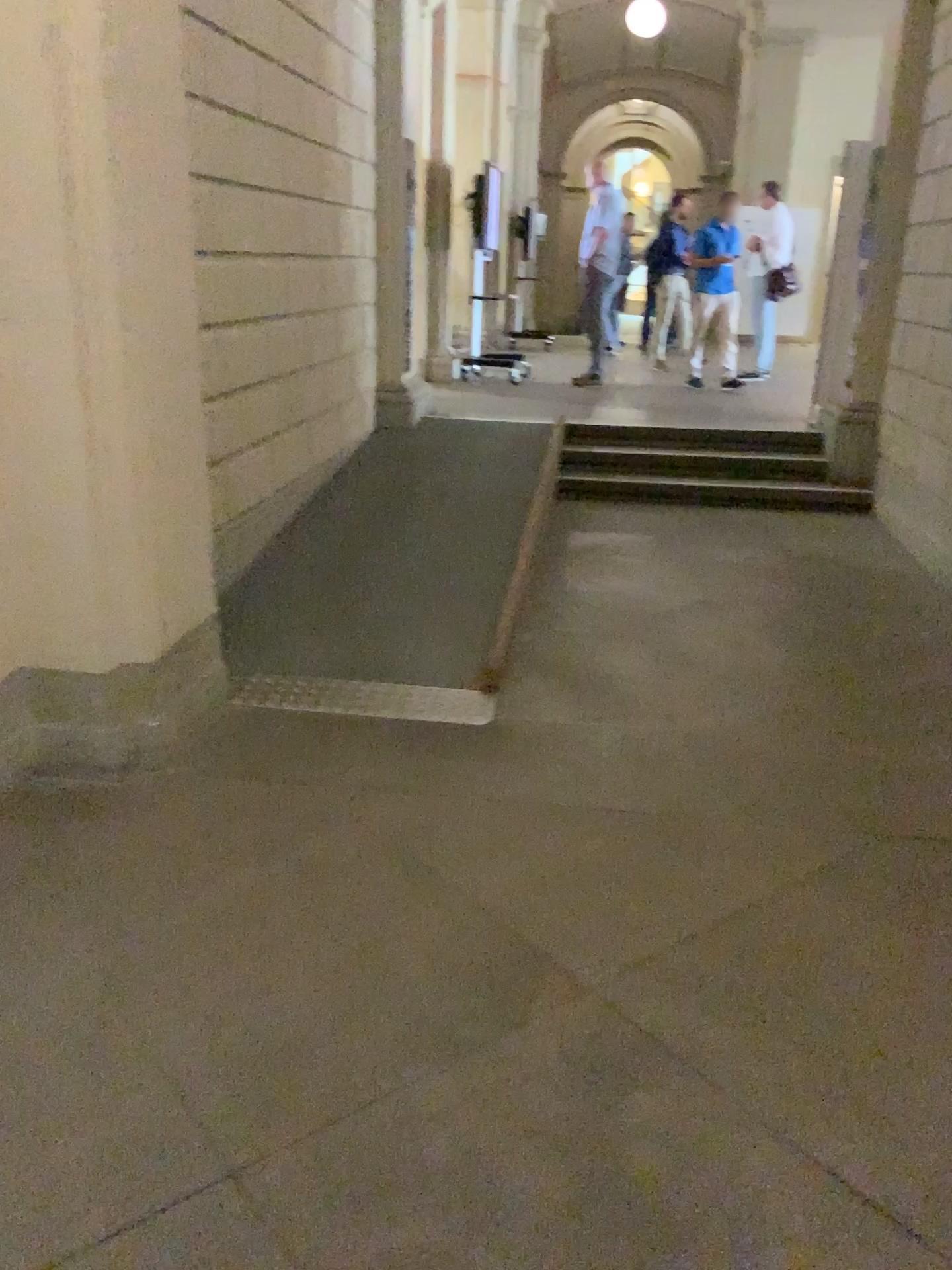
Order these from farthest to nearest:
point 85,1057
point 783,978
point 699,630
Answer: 1. point 699,630
2. point 783,978
3. point 85,1057
